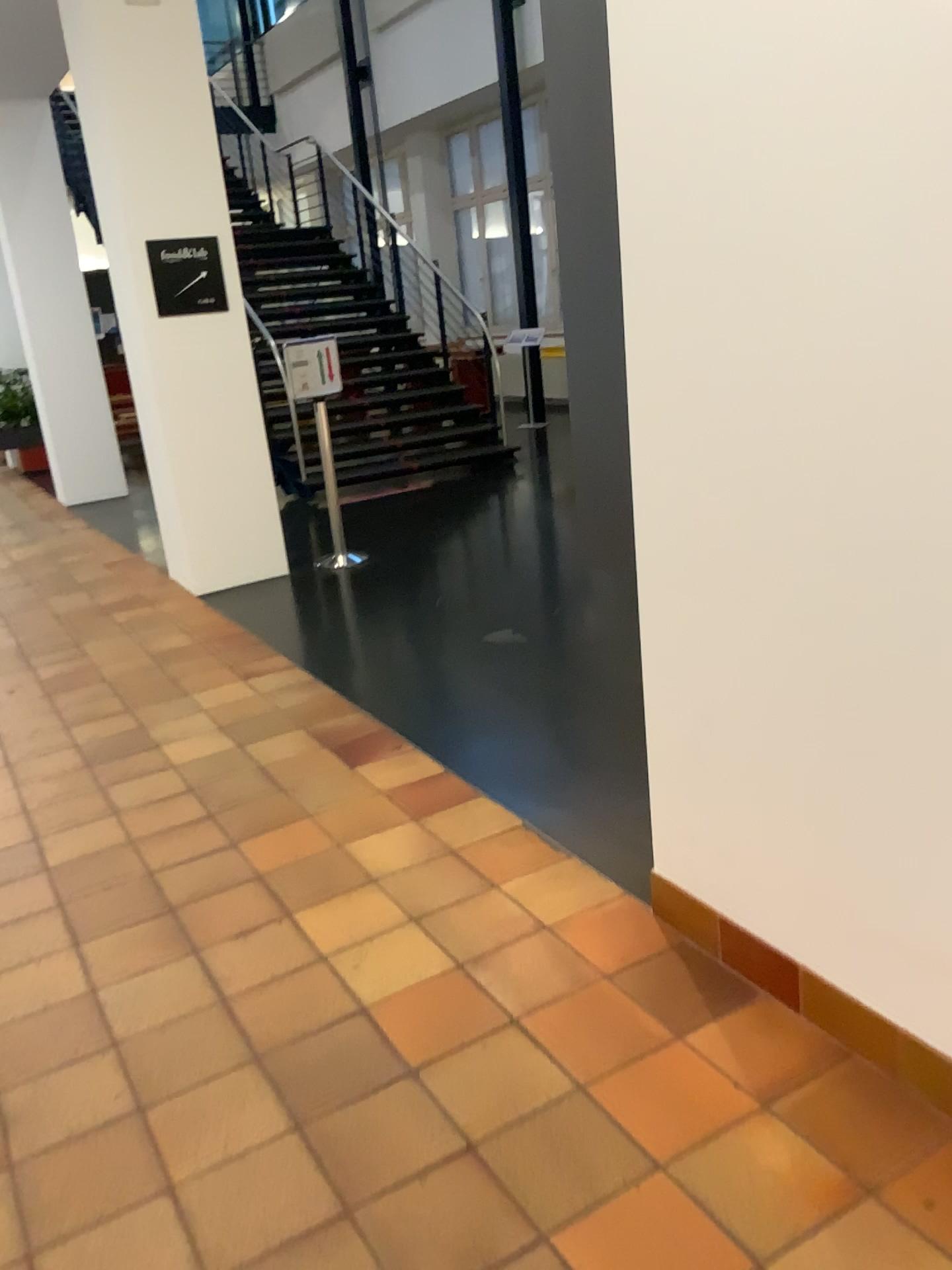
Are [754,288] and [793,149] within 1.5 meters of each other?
yes
